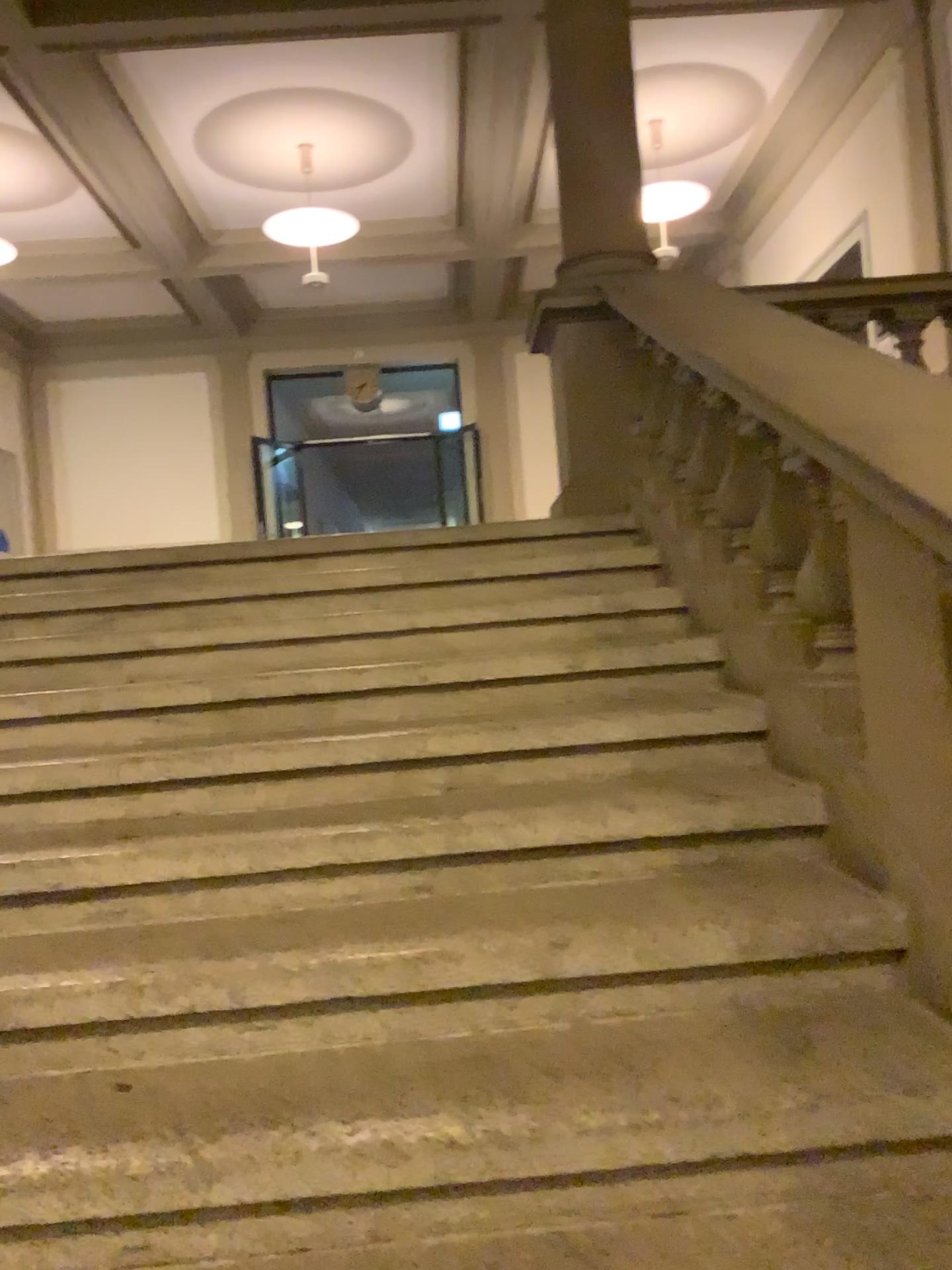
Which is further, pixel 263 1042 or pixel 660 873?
pixel 660 873
